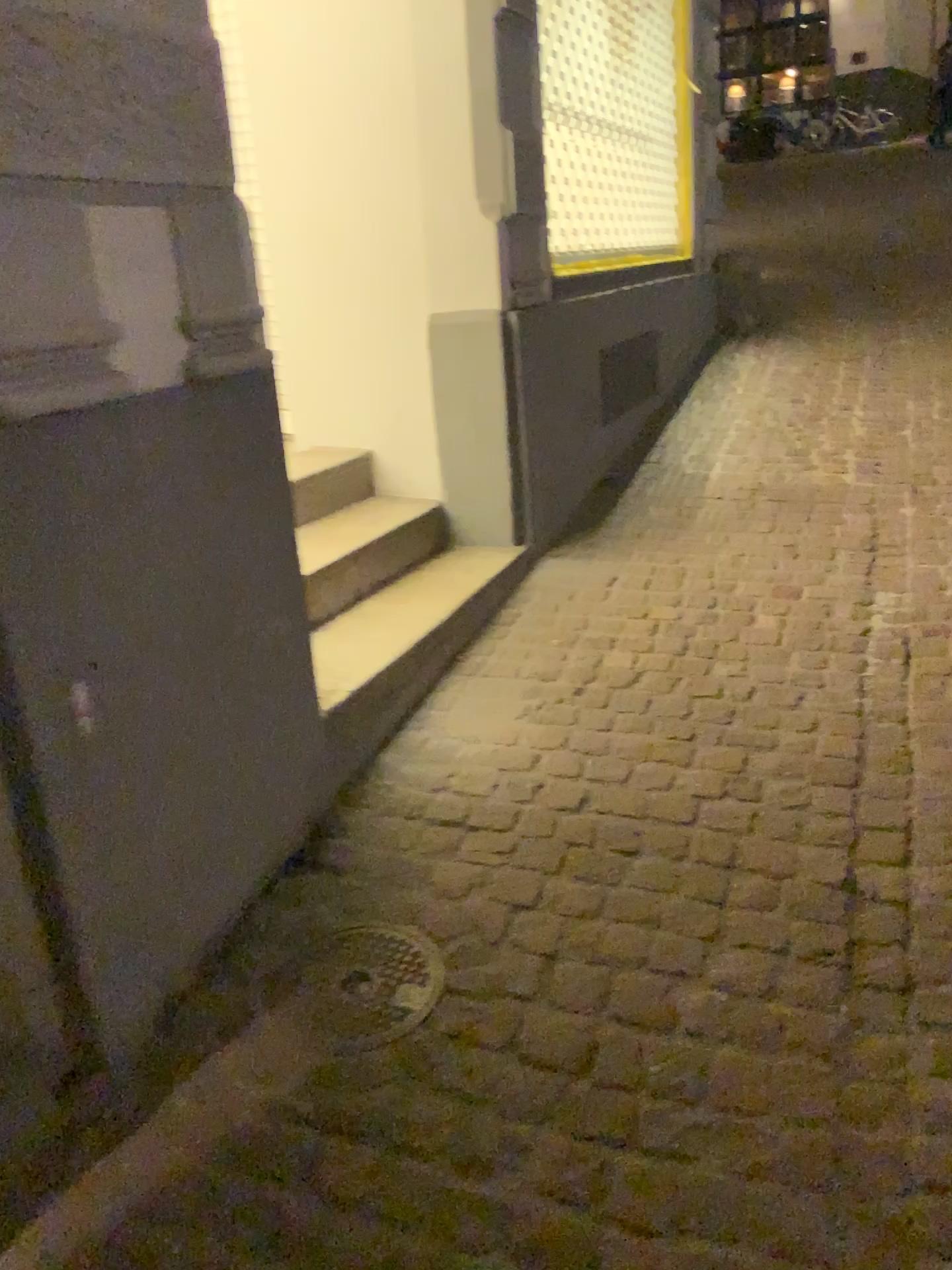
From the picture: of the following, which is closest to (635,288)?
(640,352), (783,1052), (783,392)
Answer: (640,352)

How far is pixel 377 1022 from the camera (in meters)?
1.70

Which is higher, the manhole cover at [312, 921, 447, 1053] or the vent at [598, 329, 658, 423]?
the vent at [598, 329, 658, 423]

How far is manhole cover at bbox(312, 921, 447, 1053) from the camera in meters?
1.7 m

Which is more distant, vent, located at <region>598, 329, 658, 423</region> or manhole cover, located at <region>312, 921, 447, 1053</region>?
vent, located at <region>598, 329, 658, 423</region>

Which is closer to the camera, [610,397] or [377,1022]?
[377,1022]

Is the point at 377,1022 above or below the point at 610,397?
below
